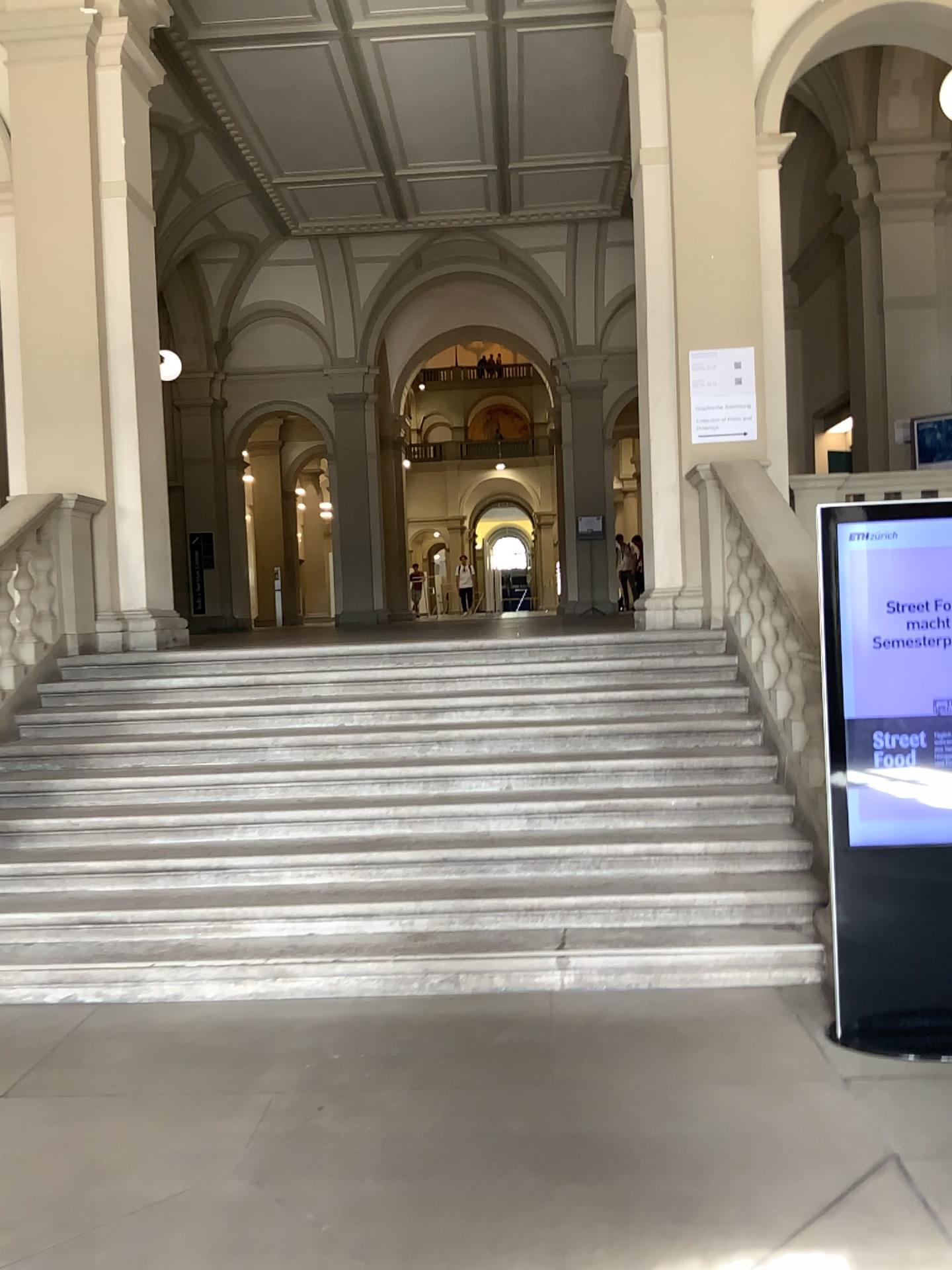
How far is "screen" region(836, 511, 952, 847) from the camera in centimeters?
355cm

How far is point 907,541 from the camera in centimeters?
355cm

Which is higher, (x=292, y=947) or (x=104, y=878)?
(x=104, y=878)

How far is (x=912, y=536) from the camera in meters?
3.5 m

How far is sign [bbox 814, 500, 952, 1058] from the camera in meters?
3.5
